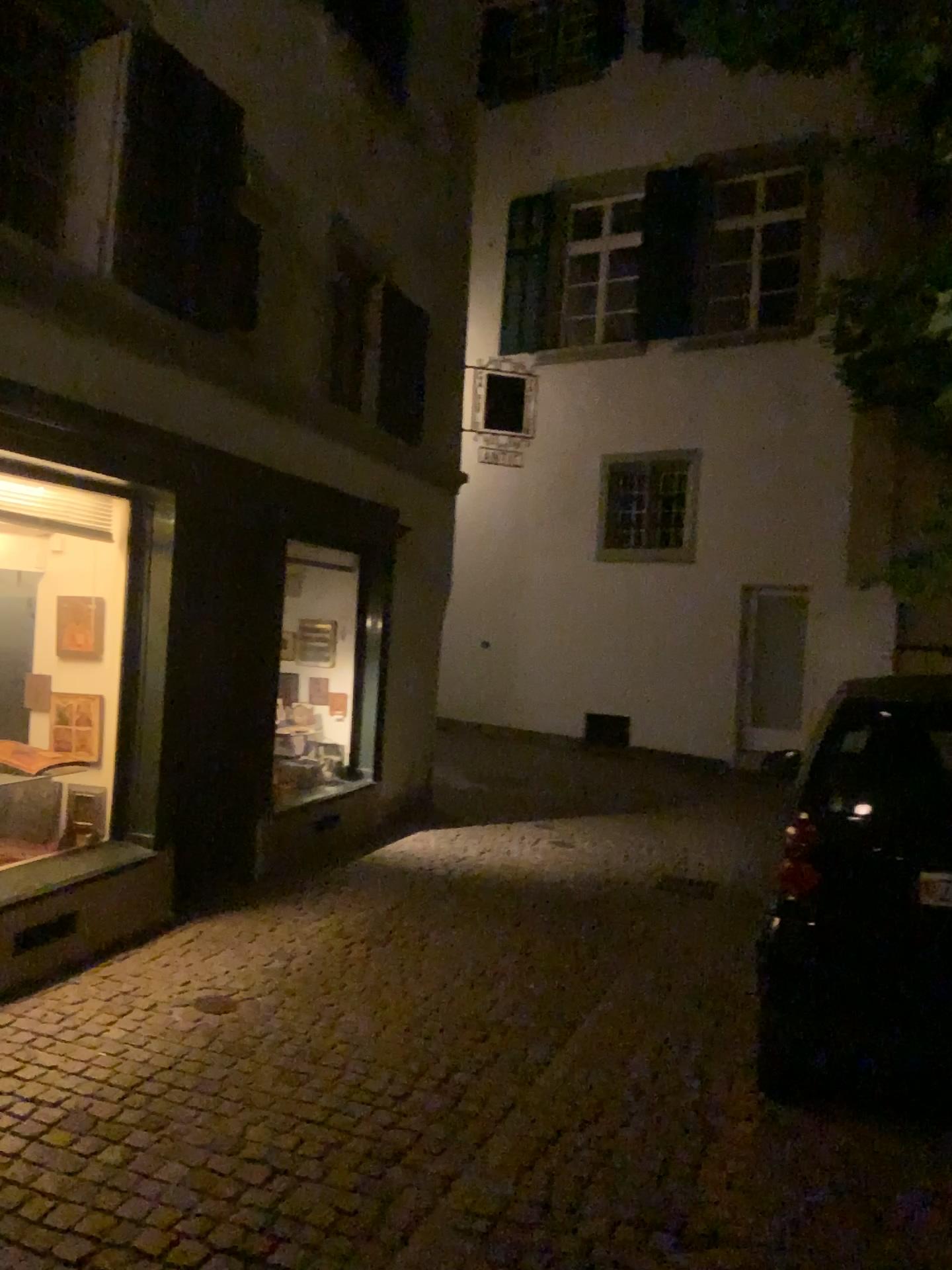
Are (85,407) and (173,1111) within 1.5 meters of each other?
no
